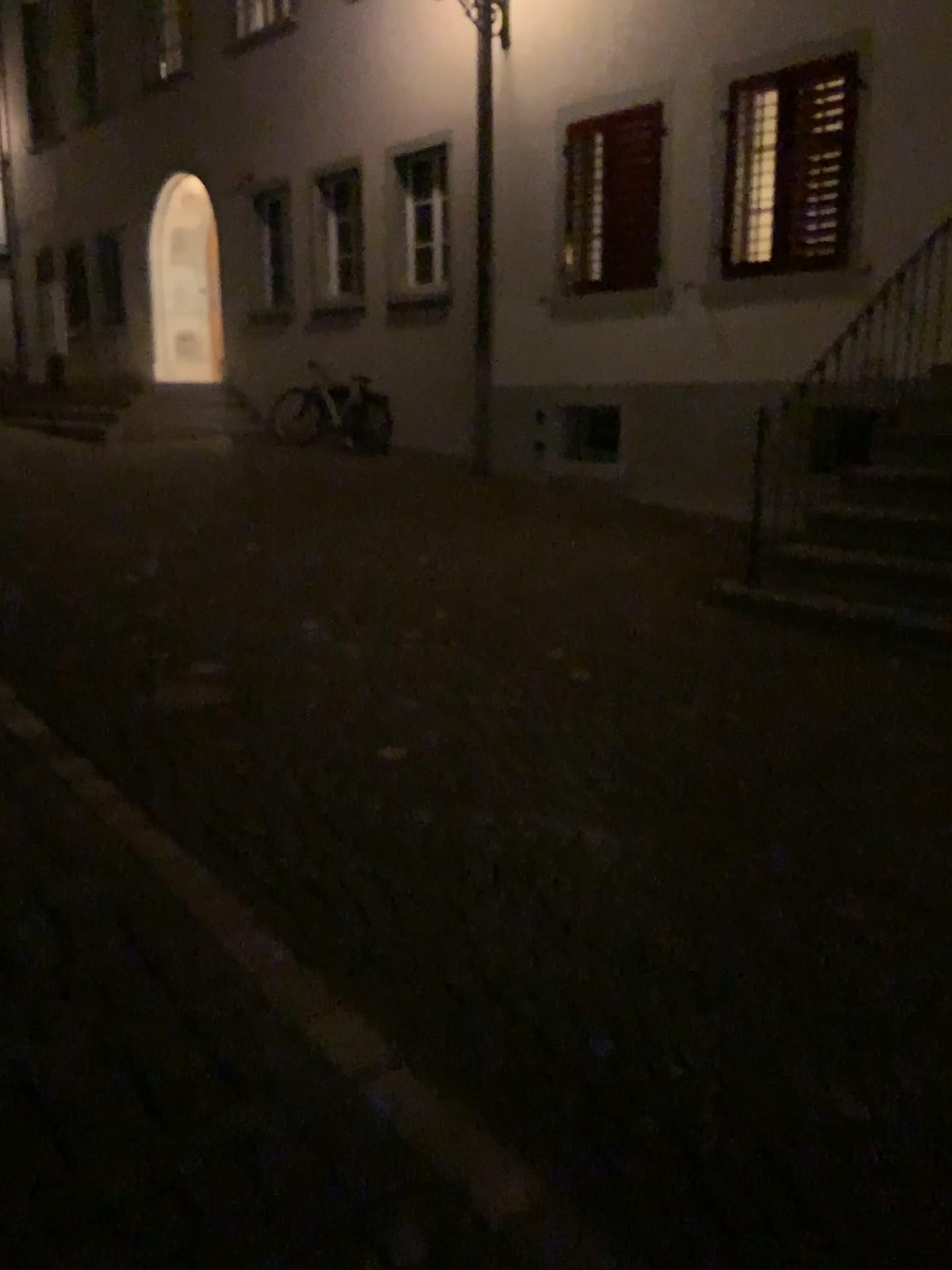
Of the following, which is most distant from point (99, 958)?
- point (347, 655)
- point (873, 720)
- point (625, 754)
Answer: point (873, 720)
